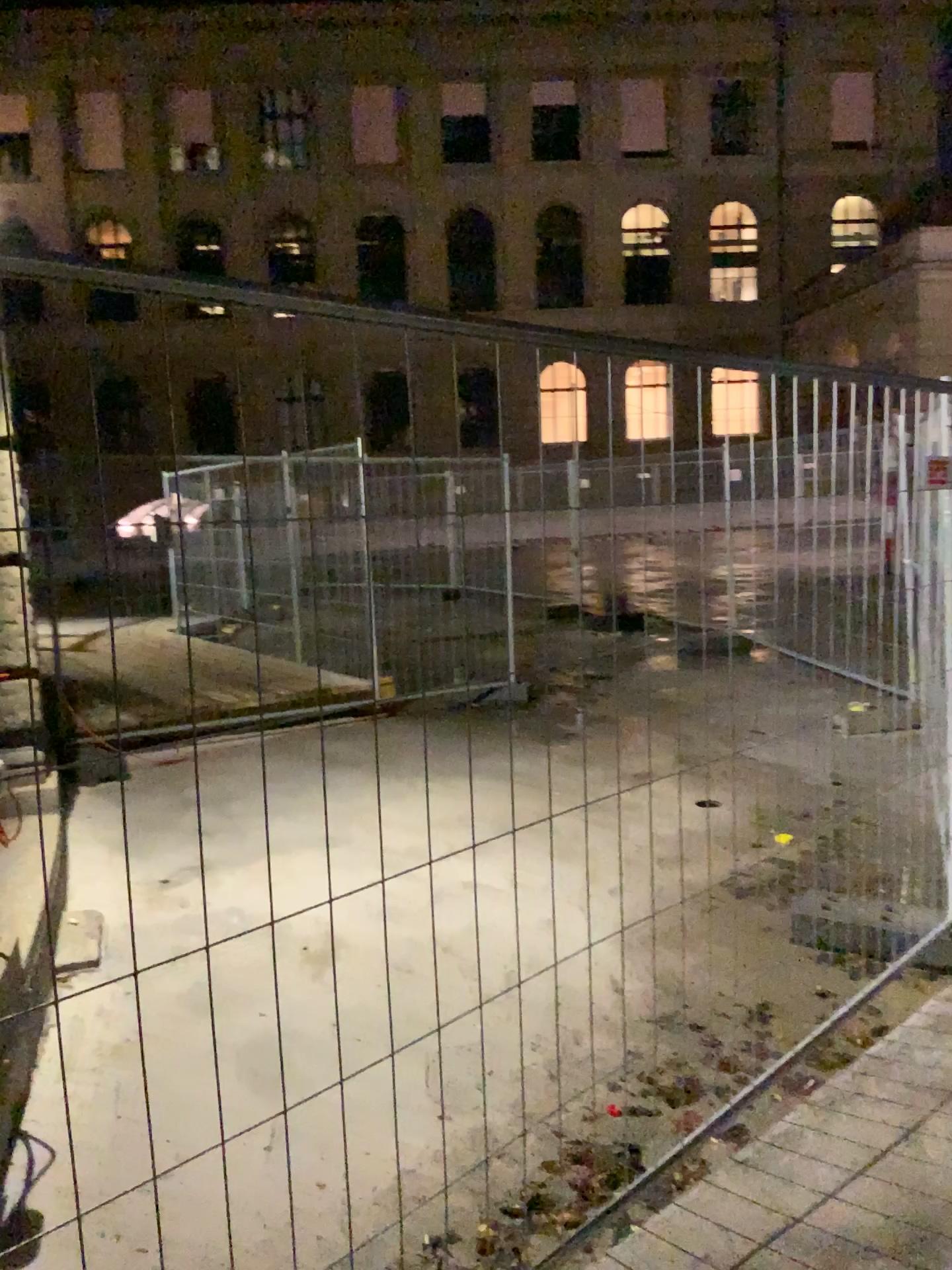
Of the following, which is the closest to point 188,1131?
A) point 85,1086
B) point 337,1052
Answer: point 85,1086
